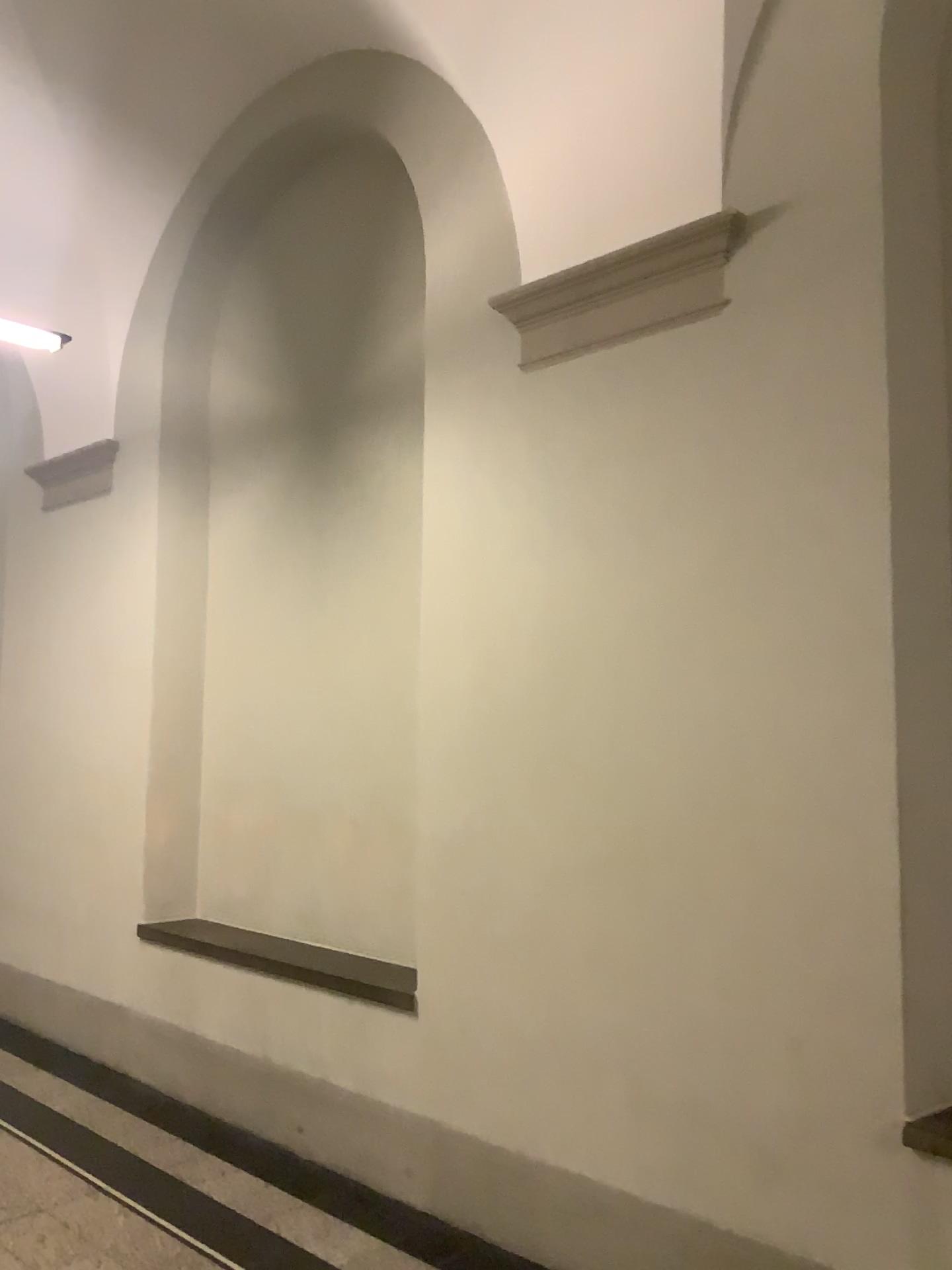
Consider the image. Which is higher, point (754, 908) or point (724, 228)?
point (724, 228)

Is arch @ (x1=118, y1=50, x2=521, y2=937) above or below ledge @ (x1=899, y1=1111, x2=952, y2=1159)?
above

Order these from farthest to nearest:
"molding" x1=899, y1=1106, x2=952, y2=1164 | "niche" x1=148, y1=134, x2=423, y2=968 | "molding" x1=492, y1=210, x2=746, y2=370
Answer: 1. "niche" x1=148, y1=134, x2=423, y2=968
2. "molding" x1=492, y1=210, x2=746, y2=370
3. "molding" x1=899, y1=1106, x2=952, y2=1164

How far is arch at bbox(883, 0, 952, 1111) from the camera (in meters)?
2.49

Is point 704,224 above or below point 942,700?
above

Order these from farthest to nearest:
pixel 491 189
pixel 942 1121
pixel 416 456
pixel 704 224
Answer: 1. pixel 416 456
2. pixel 491 189
3. pixel 704 224
4. pixel 942 1121

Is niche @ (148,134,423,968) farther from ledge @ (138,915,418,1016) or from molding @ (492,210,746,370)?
molding @ (492,210,746,370)

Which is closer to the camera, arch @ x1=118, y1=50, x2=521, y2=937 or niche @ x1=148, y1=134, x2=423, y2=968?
arch @ x1=118, y1=50, x2=521, y2=937

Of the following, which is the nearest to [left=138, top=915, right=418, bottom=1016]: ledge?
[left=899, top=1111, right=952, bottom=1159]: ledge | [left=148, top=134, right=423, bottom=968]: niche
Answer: [left=148, top=134, right=423, bottom=968]: niche

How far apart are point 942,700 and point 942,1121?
1.0 meters
